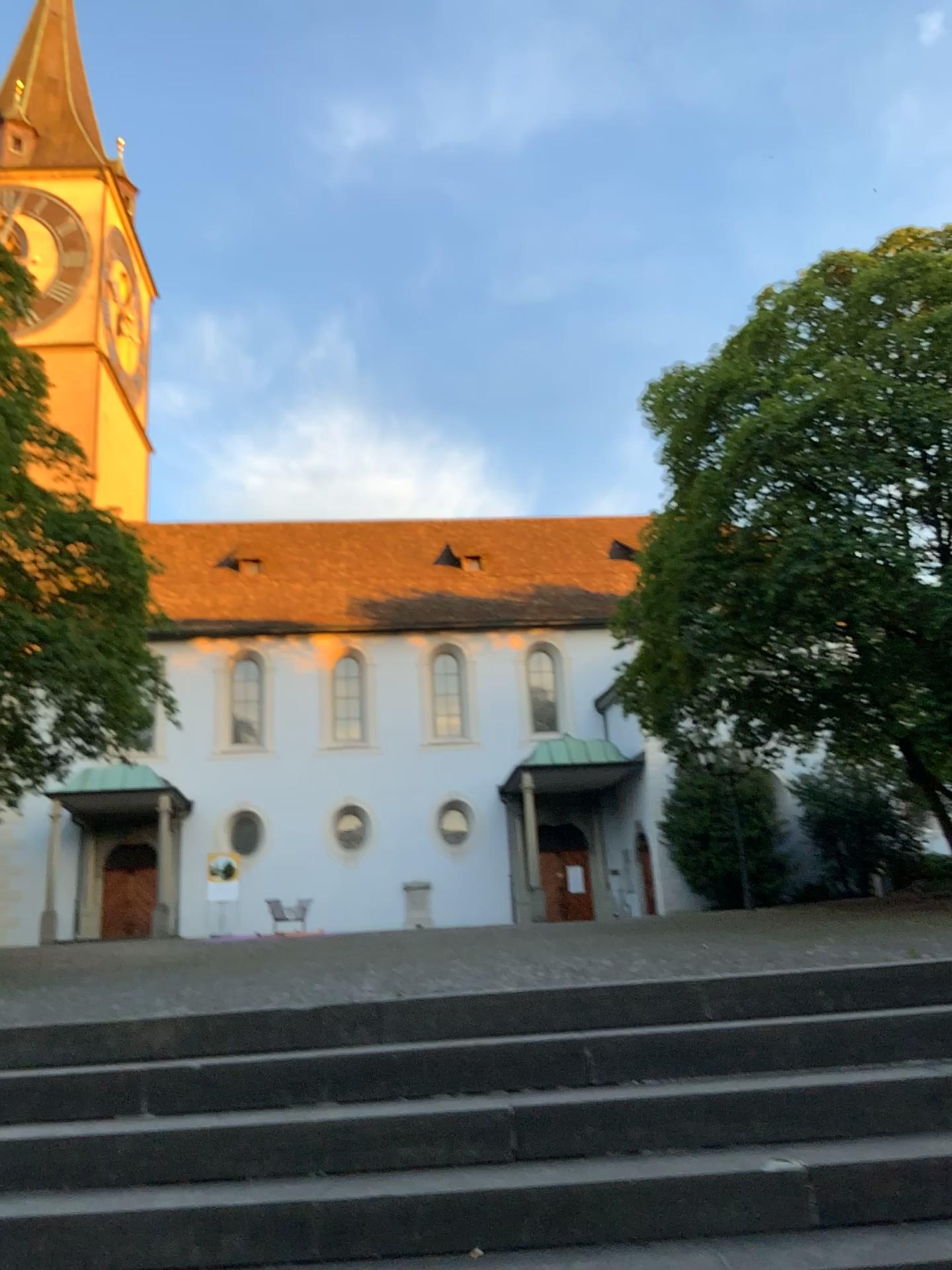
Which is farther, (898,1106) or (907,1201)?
(898,1106)

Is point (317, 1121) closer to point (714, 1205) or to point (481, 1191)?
point (481, 1191)

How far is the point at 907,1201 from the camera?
2.6 meters

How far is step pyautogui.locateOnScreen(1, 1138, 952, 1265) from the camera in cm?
262

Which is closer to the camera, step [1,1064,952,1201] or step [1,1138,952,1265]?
step [1,1138,952,1265]
